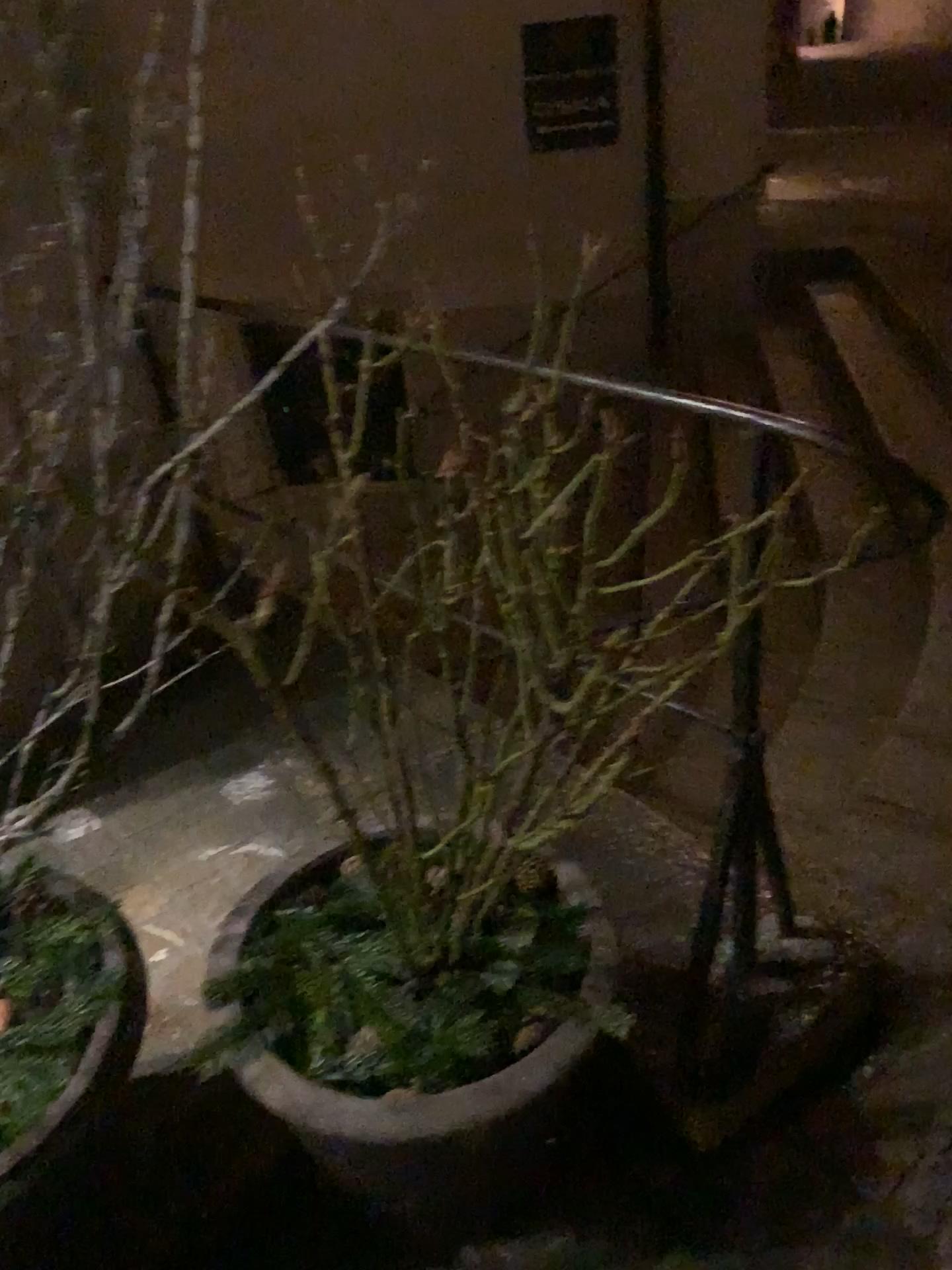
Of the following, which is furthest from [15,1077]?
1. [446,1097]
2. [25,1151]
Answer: [446,1097]

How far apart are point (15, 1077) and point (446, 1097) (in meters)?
0.45

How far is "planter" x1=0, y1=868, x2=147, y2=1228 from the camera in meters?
1.0 m

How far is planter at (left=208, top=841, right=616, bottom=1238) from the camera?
1.1m

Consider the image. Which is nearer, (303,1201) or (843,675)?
(303,1201)

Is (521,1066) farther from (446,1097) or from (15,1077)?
(15,1077)

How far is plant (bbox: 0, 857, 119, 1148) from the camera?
1.10m
